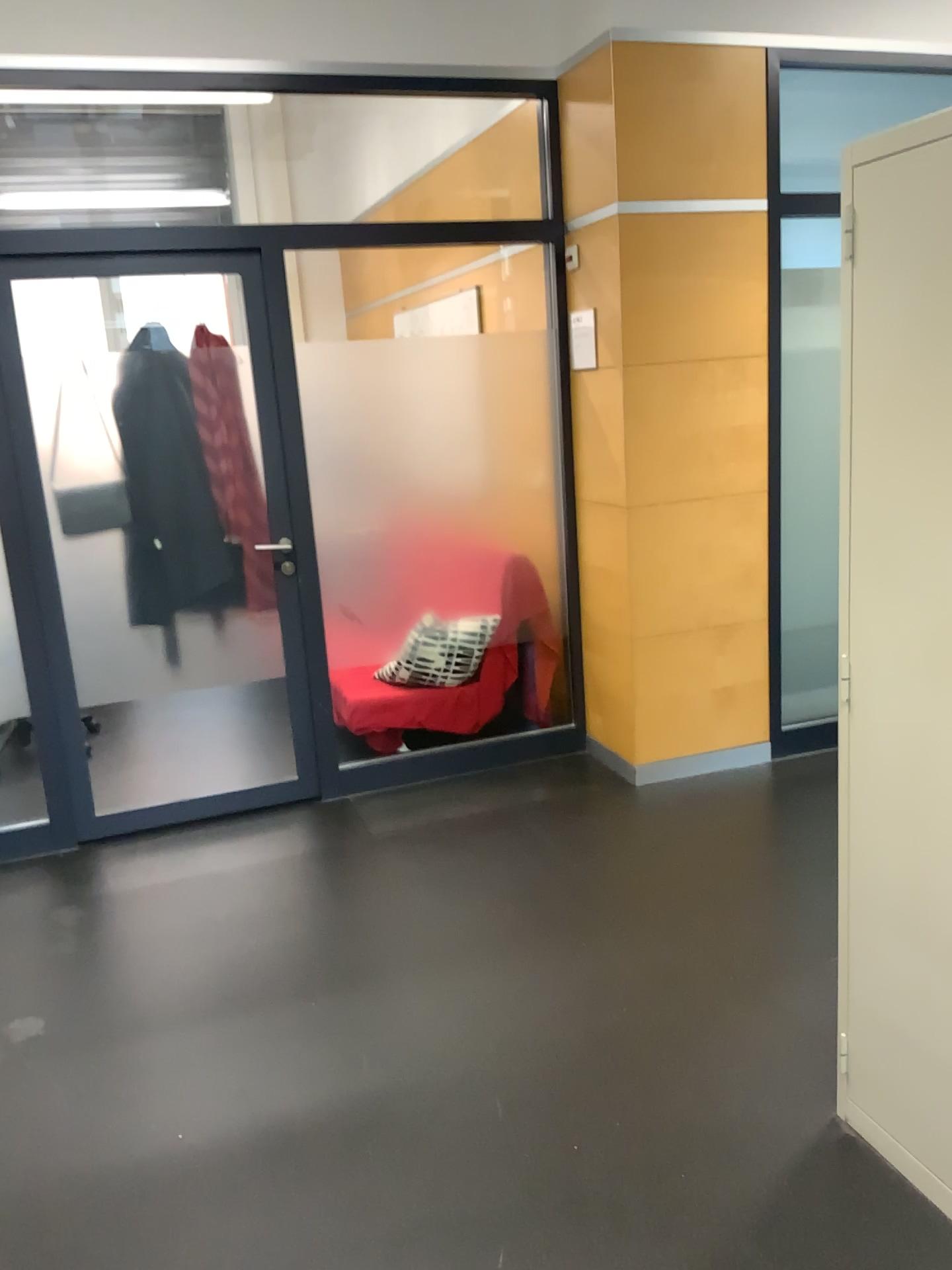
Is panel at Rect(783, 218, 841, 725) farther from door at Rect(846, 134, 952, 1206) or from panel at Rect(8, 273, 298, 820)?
door at Rect(846, 134, 952, 1206)

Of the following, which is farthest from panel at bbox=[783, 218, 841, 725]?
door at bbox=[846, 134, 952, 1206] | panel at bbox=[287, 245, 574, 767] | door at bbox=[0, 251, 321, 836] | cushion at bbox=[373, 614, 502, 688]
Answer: door at bbox=[846, 134, 952, 1206]

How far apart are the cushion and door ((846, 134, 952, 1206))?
2.4 meters

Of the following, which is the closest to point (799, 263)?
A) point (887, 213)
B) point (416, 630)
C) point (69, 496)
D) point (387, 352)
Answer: point (387, 352)

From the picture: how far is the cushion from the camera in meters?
4.2

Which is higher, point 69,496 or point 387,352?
point 387,352

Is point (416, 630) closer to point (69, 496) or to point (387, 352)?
point (387, 352)

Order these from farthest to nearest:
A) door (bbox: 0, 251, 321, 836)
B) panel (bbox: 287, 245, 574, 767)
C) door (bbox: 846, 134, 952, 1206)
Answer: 1. panel (bbox: 287, 245, 574, 767)
2. door (bbox: 0, 251, 321, 836)
3. door (bbox: 846, 134, 952, 1206)

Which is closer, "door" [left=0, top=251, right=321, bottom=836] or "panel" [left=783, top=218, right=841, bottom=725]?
"door" [left=0, top=251, right=321, bottom=836]

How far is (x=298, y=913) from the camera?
3.2 meters
